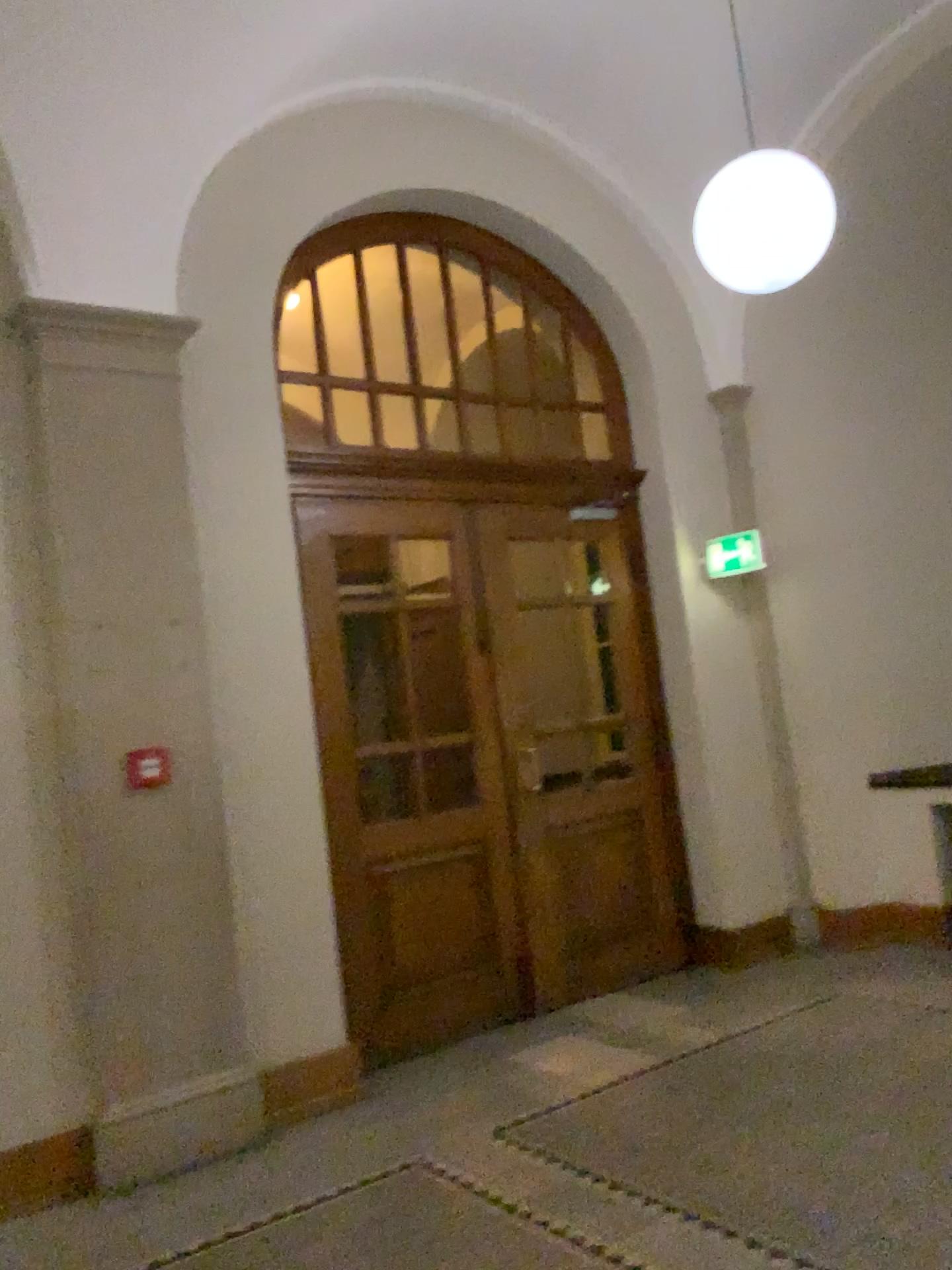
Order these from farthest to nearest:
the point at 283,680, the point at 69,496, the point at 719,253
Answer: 1. the point at 283,680
2. the point at 69,496
3. the point at 719,253

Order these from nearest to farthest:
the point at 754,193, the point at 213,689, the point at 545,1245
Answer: the point at 545,1245, the point at 754,193, the point at 213,689

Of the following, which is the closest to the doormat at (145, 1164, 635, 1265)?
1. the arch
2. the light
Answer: the arch

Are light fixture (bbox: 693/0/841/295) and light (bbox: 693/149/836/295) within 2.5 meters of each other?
yes

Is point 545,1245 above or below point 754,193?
below

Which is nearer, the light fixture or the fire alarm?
the light fixture

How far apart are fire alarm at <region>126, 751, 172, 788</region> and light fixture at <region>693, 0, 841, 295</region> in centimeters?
276cm

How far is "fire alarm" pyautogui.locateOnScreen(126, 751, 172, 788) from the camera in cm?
405

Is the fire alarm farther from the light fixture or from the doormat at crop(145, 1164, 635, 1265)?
the light fixture

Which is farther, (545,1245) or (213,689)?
(213,689)
